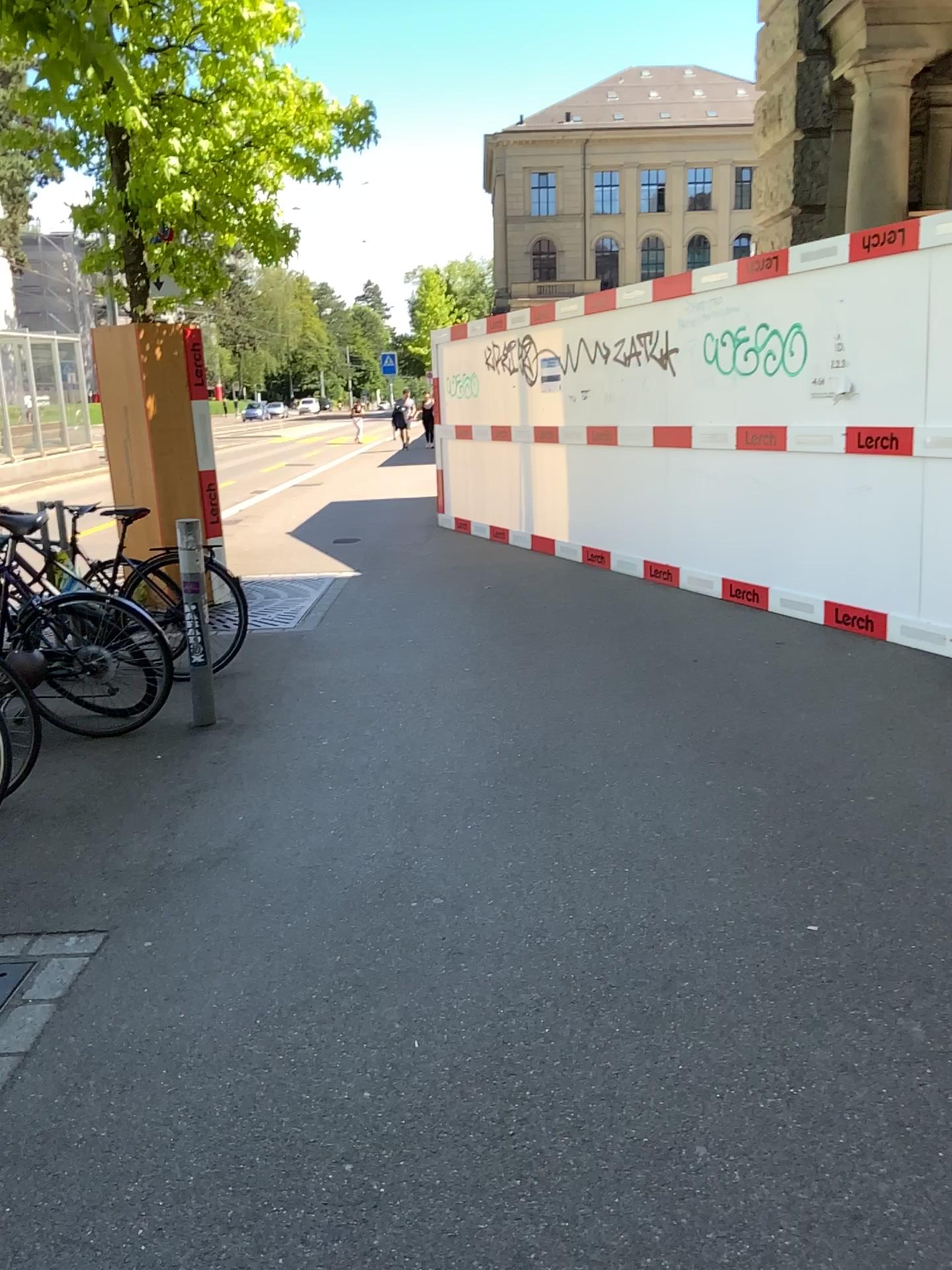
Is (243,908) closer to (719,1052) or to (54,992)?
(54,992)
